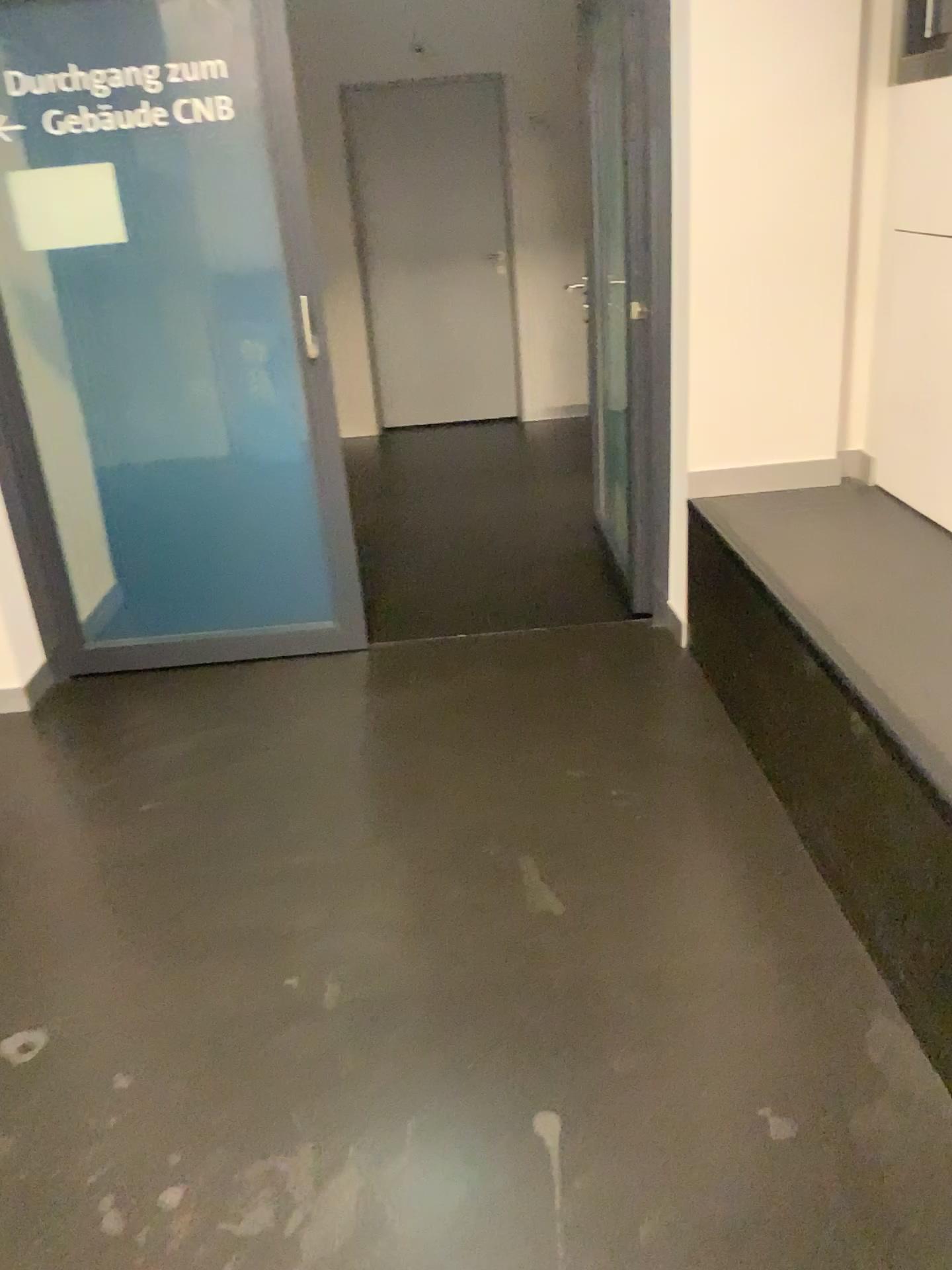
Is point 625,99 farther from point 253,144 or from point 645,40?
point 253,144

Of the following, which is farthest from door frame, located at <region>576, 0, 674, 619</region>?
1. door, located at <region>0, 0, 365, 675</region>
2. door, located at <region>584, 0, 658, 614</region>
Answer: door, located at <region>0, 0, 365, 675</region>

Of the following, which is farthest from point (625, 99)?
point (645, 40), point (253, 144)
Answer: point (253, 144)

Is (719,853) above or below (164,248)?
below

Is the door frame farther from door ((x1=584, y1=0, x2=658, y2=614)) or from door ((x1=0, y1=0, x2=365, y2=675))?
door ((x1=0, y1=0, x2=365, y2=675))
